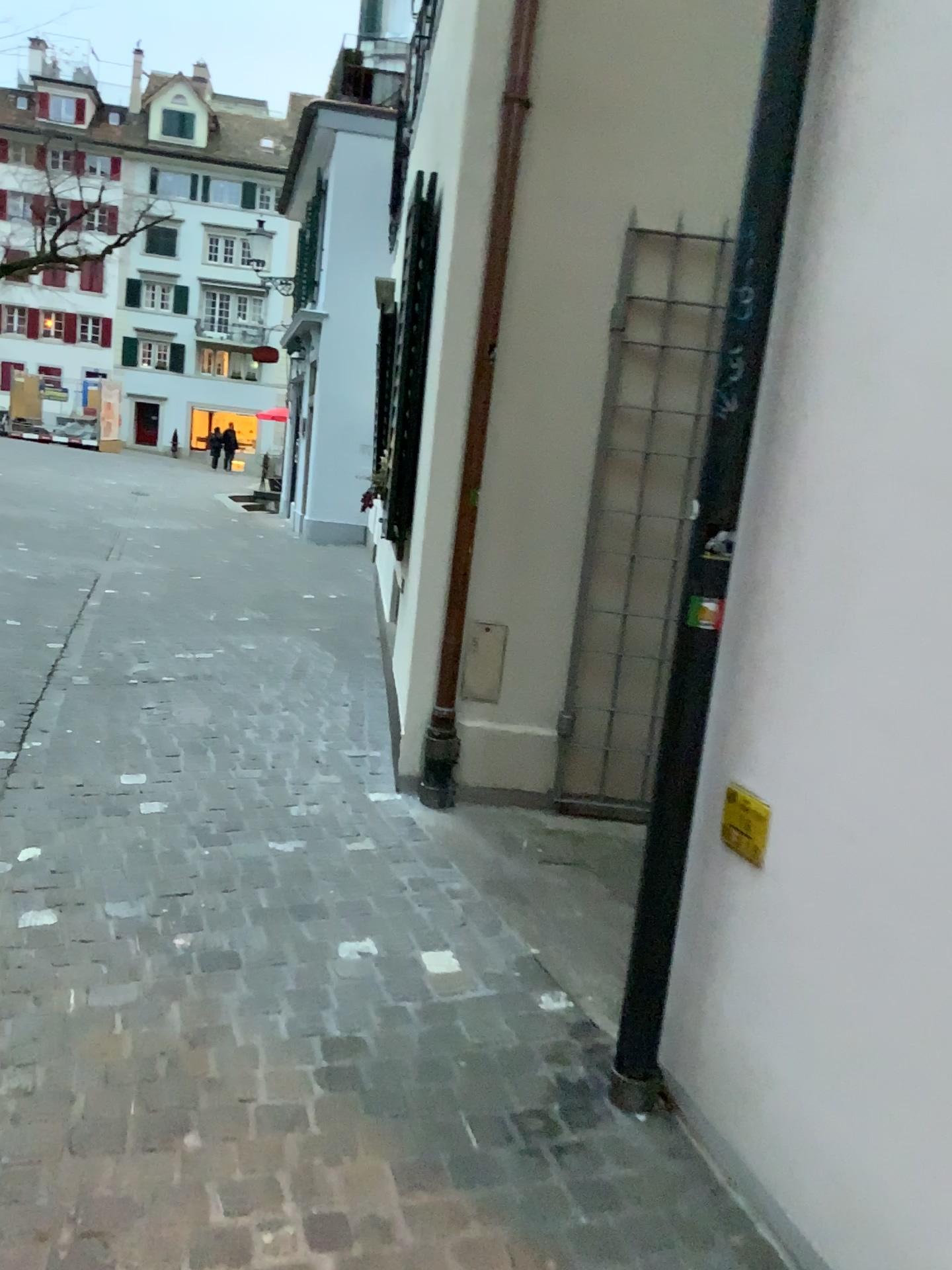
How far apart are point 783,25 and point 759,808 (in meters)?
1.47

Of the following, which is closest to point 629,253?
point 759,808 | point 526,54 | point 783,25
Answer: point 526,54

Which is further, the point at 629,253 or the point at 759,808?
the point at 629,253

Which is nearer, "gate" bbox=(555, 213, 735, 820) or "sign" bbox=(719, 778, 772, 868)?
"sign" bbox=(719, 778, 772, 868)

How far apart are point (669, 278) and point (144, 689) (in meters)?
3.01

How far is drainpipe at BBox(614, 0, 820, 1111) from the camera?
Answer: 1.97m

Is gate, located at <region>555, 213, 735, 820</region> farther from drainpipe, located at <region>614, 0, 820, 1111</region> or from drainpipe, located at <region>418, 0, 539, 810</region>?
drainpipe, located at <region>614, 0, 820, 1111</region>

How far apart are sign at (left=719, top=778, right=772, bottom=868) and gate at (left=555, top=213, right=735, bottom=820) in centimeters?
183cm

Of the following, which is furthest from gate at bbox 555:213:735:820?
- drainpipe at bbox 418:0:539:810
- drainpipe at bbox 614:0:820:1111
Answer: drainpipe at bbox 614:0:820:1111

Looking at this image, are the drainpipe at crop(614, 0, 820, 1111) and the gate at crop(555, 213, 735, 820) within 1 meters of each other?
no
